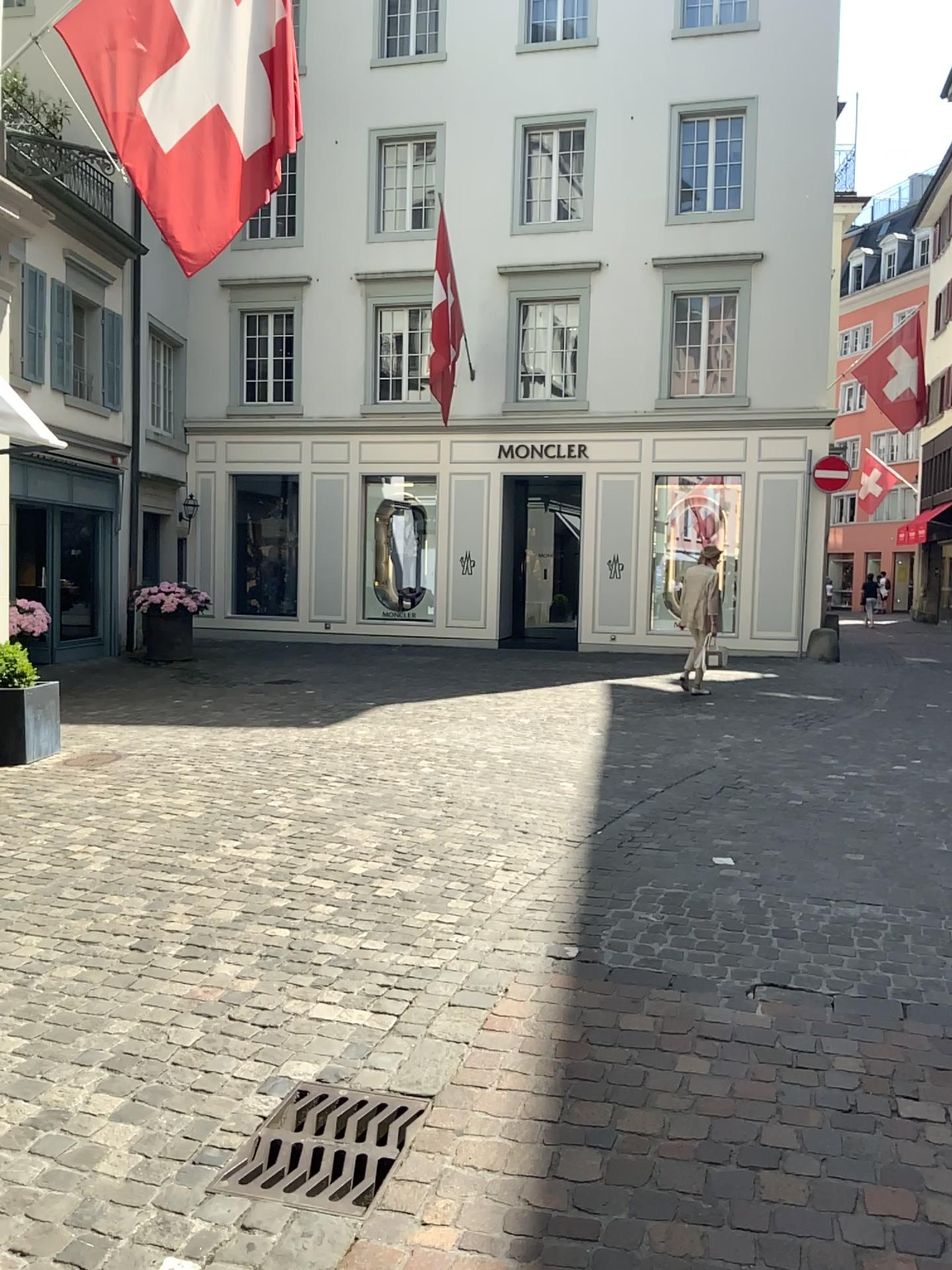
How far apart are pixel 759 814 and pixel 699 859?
0.89m
